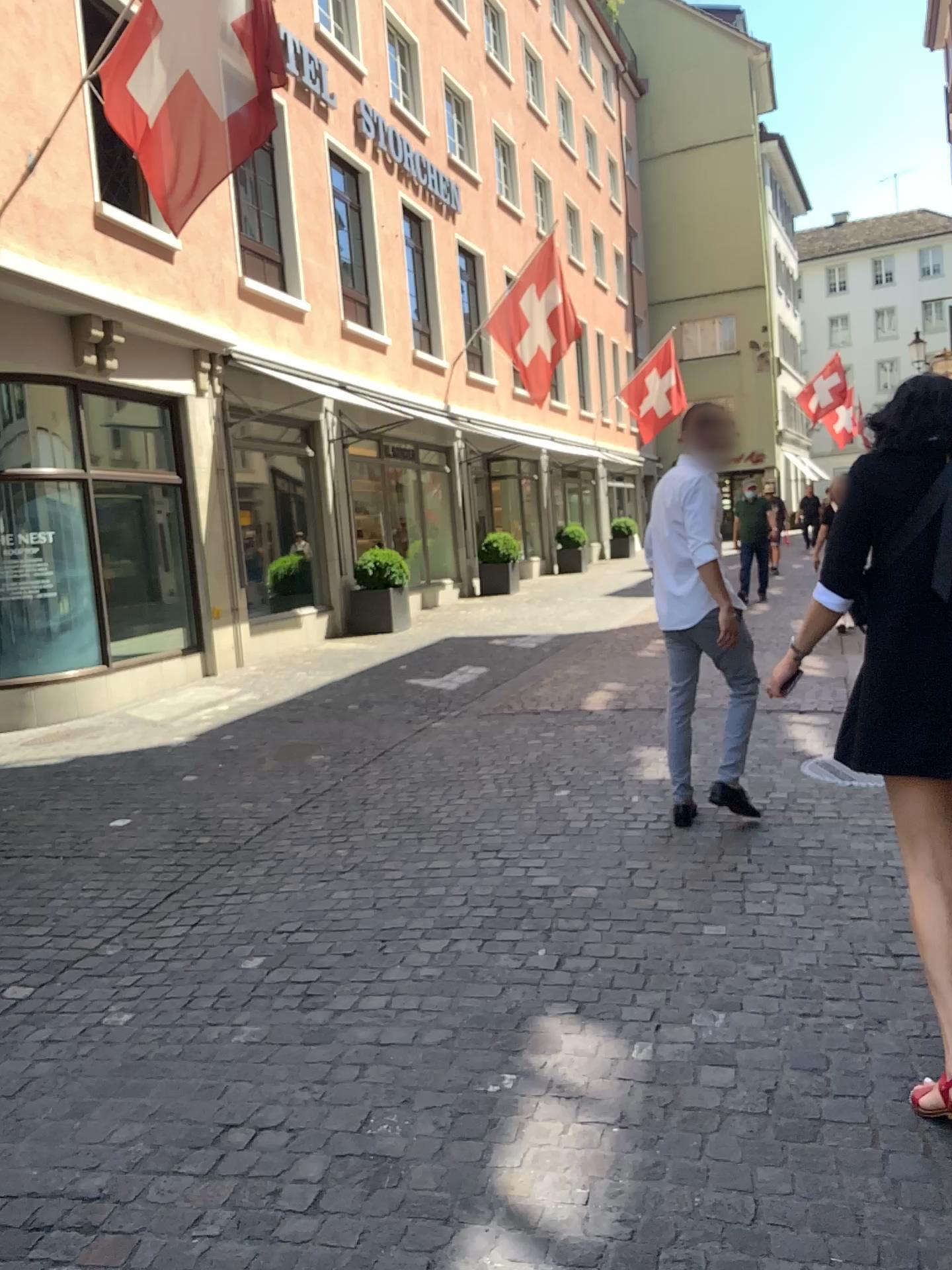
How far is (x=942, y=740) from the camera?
2.3m

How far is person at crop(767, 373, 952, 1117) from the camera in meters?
2.3

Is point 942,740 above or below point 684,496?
below

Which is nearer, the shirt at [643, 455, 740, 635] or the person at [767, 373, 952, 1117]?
the person at [767, 373, 952, 1117]

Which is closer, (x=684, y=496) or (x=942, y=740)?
(x=942, y=740)

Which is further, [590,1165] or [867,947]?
[867,947]
